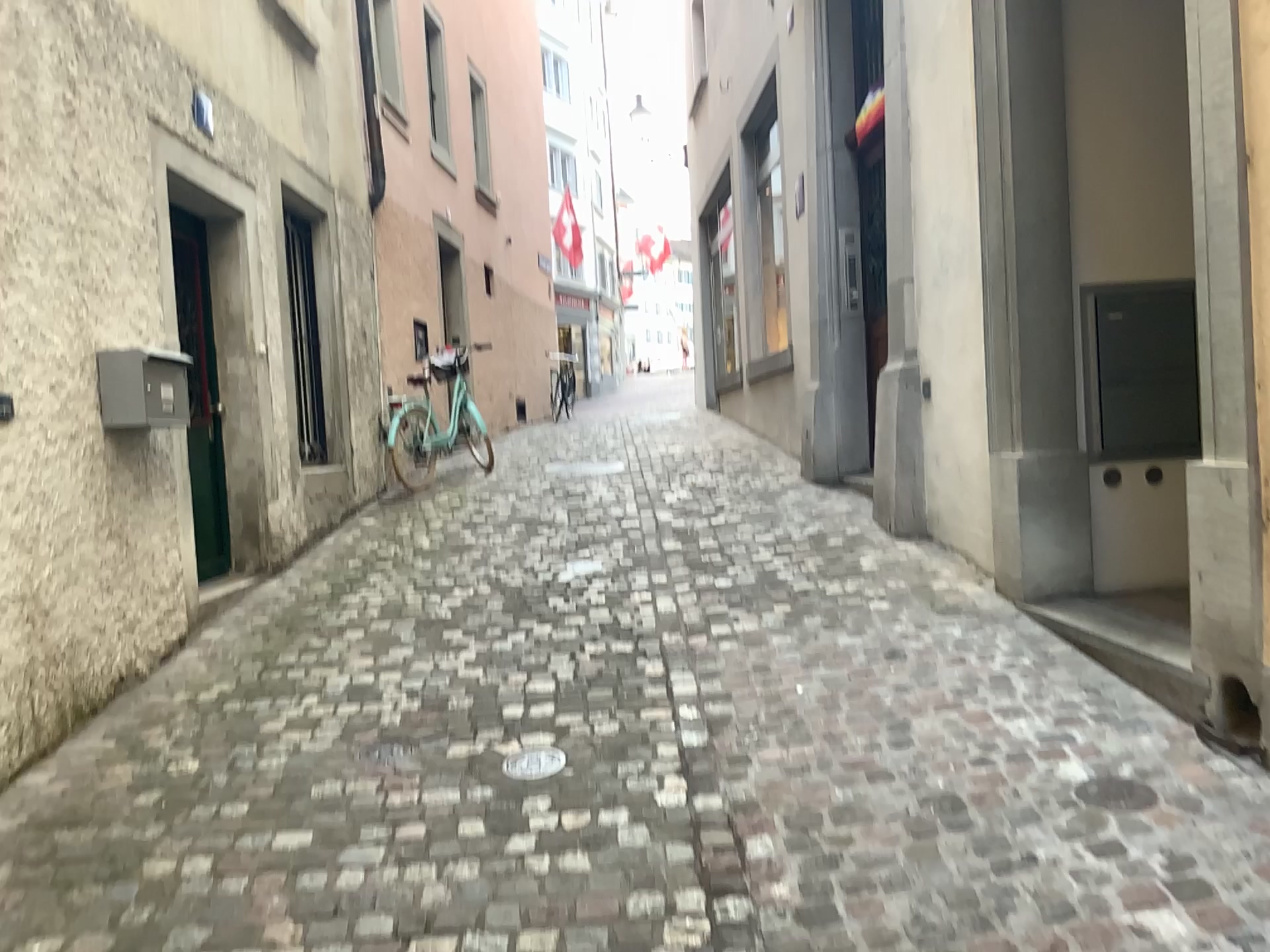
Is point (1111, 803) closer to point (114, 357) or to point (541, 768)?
point (541, 768)

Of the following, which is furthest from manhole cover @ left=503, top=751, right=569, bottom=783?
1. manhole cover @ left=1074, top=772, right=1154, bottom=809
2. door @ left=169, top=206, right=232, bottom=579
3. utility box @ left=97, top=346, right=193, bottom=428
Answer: door @ left=169, top=206, right=232, bottom=579

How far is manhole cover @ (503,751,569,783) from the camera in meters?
3.1

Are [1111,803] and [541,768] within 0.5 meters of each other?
no

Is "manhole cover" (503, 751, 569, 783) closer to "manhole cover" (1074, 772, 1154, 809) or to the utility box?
"manhole cover" (1074, 772, 1154, 809)

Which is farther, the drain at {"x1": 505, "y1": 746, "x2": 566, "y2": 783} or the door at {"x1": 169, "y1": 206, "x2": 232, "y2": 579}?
the door at {"x1": 169, "y1": 206, "x2": 232, "y2": 579}

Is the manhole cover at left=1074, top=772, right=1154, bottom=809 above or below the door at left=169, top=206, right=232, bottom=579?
below

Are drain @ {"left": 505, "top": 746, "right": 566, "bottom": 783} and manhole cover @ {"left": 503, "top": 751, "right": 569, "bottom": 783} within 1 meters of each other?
yes

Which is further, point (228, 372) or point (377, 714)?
point (228, 372)

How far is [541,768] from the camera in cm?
306
